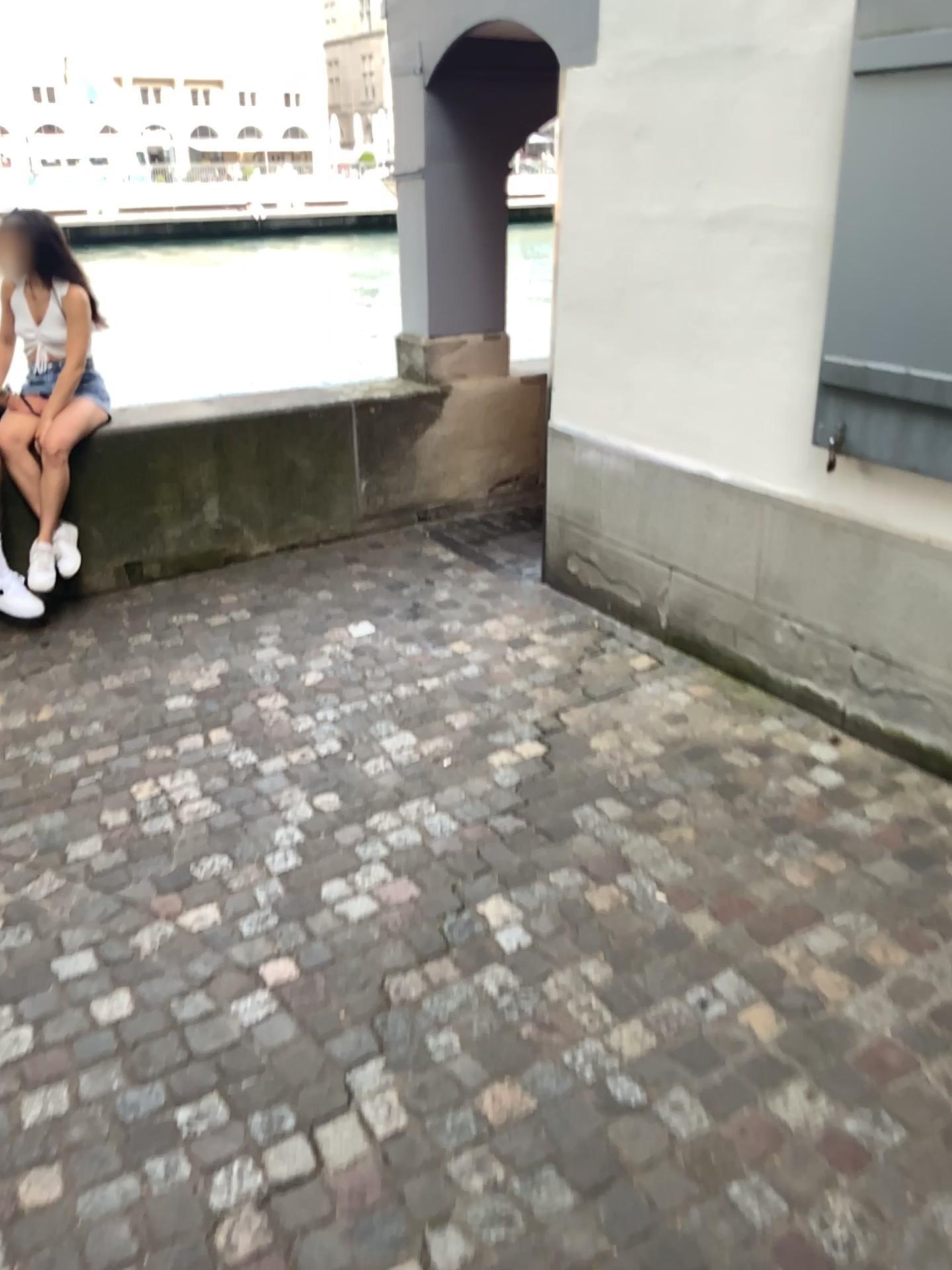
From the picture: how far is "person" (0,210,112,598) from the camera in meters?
4.3 m

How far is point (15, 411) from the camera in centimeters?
425cm

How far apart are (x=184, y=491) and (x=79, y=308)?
0.9 meters

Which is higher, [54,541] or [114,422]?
[114,422]

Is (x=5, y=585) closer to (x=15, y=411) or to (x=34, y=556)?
(x=34, y=556)
